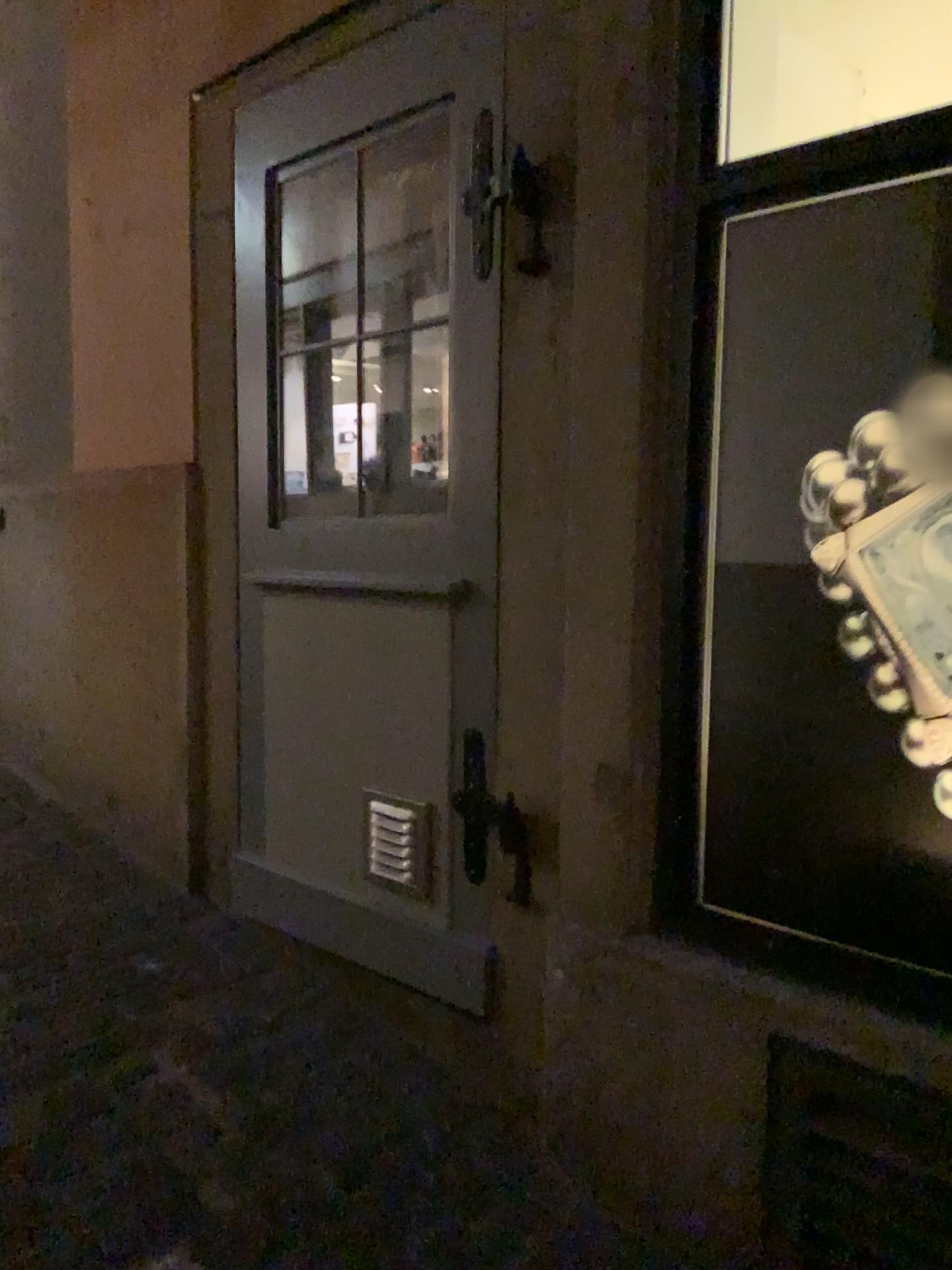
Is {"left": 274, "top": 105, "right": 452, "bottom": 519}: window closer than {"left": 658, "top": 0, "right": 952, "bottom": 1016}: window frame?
No

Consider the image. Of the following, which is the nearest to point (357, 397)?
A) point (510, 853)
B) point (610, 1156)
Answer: point (510, 853)

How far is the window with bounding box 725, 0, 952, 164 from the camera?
2.0m

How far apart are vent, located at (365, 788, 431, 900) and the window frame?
0.53m

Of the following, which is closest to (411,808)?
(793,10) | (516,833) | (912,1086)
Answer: (516,833)

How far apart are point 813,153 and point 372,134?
1.0m

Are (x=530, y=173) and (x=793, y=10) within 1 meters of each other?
yes

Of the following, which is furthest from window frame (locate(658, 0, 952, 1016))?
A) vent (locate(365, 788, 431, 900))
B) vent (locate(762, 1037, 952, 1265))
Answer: vent (locate(365, 788, 431, 900))

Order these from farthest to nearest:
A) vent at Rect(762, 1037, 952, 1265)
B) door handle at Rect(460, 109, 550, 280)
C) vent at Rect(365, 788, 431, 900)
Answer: vent at Rect(365, 788, 431, 900)
door handle at Rect(460, 109, 550, 280)
vent at Rect(762, 1037, 952, 1265)

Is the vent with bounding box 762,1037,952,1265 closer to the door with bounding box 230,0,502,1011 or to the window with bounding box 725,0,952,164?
the door with bounding box 230,0,502,1011
